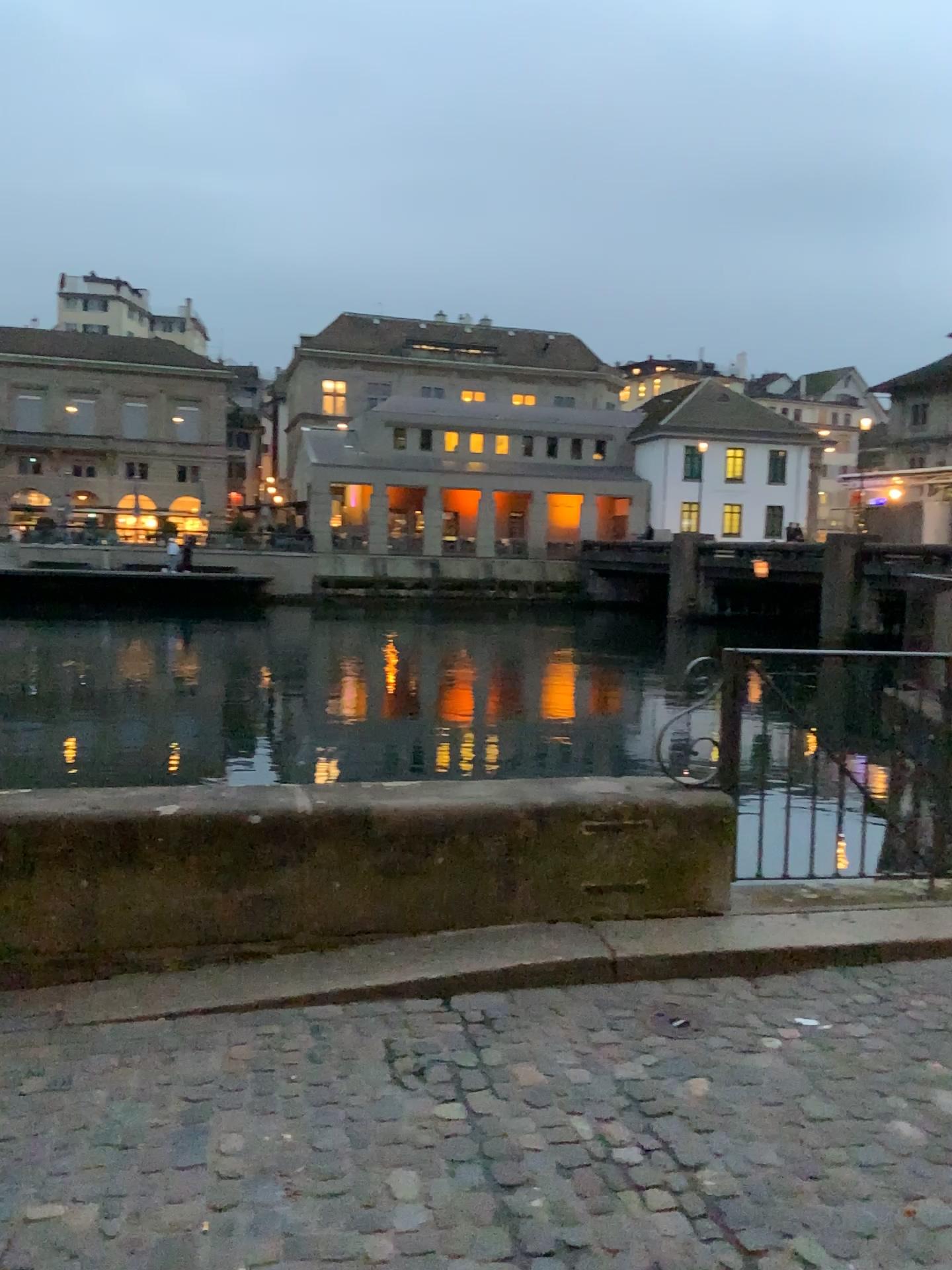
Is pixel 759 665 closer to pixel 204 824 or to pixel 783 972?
pixel 783 972
